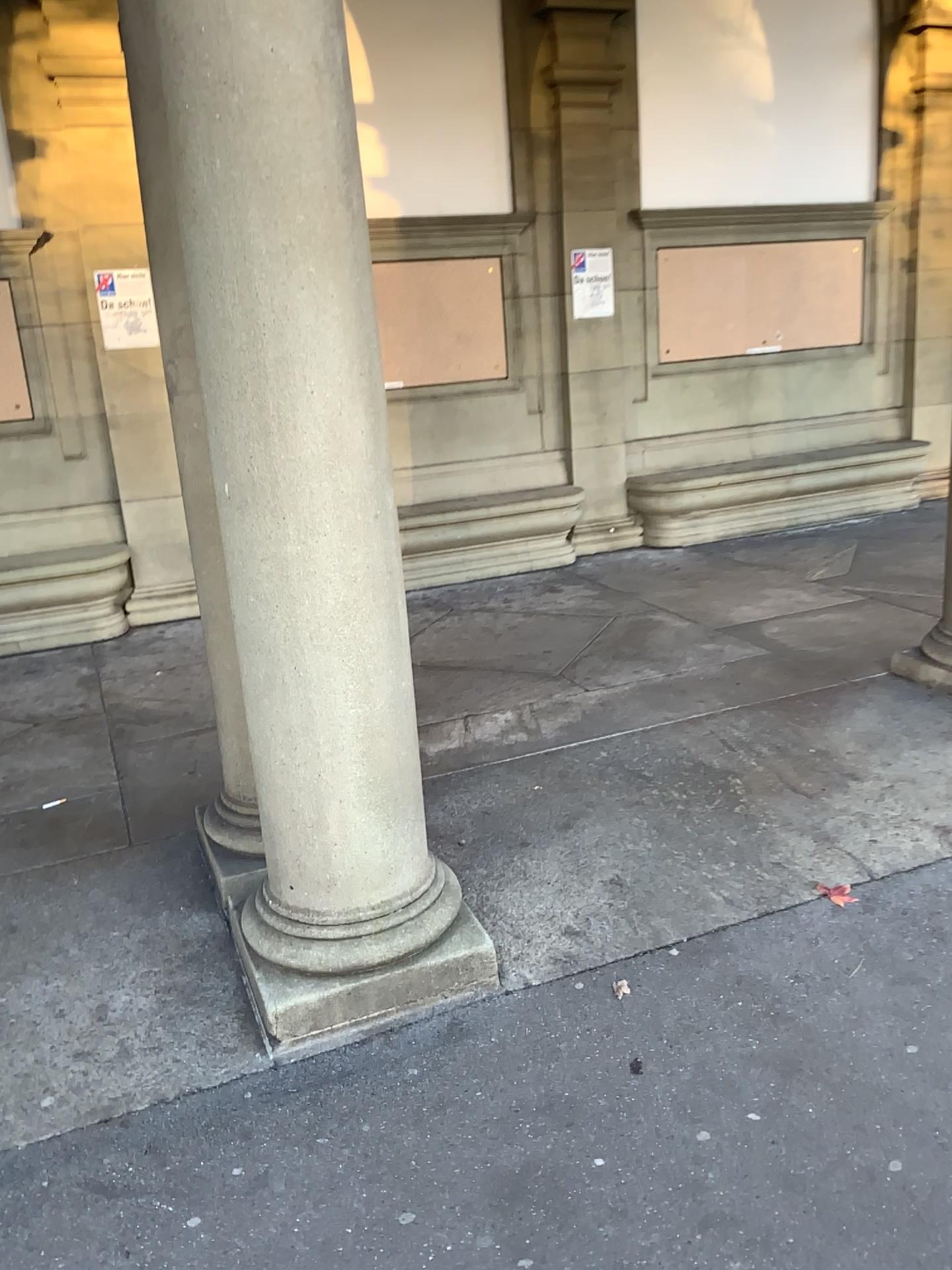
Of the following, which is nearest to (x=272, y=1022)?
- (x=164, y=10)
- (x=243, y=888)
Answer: (x=243, y=888)

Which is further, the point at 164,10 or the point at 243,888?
the point at 243,888

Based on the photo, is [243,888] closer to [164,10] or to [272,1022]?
[272,1022]

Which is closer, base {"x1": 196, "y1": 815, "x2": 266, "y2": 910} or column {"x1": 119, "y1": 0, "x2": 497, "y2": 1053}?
column {"x1": 119, "y1": 0, "x2": 497, "y2": 1053}

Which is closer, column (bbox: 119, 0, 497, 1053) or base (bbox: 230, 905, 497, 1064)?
column (bbox: 119, 0, 497, 1053)

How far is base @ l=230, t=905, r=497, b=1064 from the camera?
2.5 meters

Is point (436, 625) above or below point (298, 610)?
below
